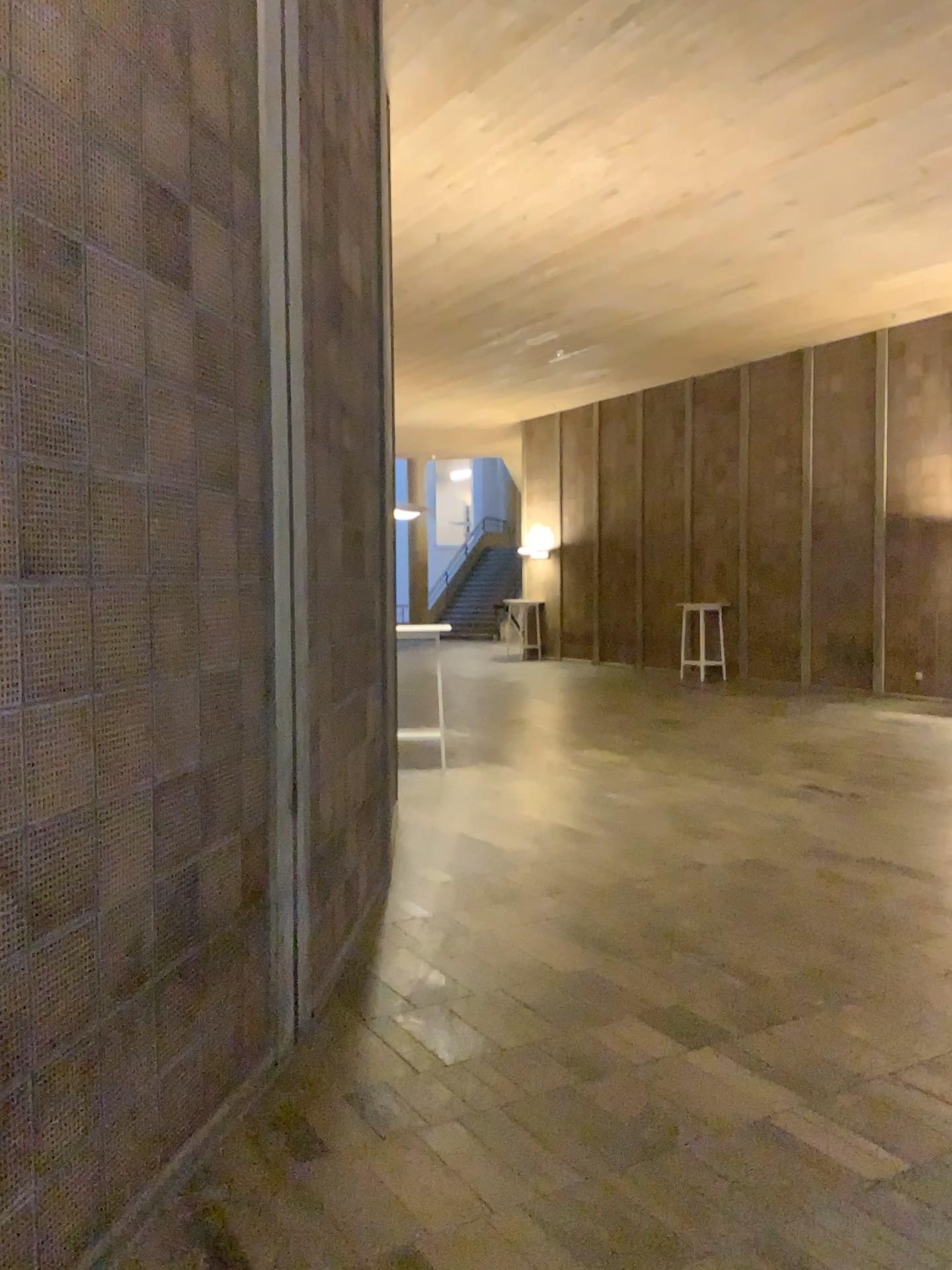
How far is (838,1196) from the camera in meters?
2.7 m
